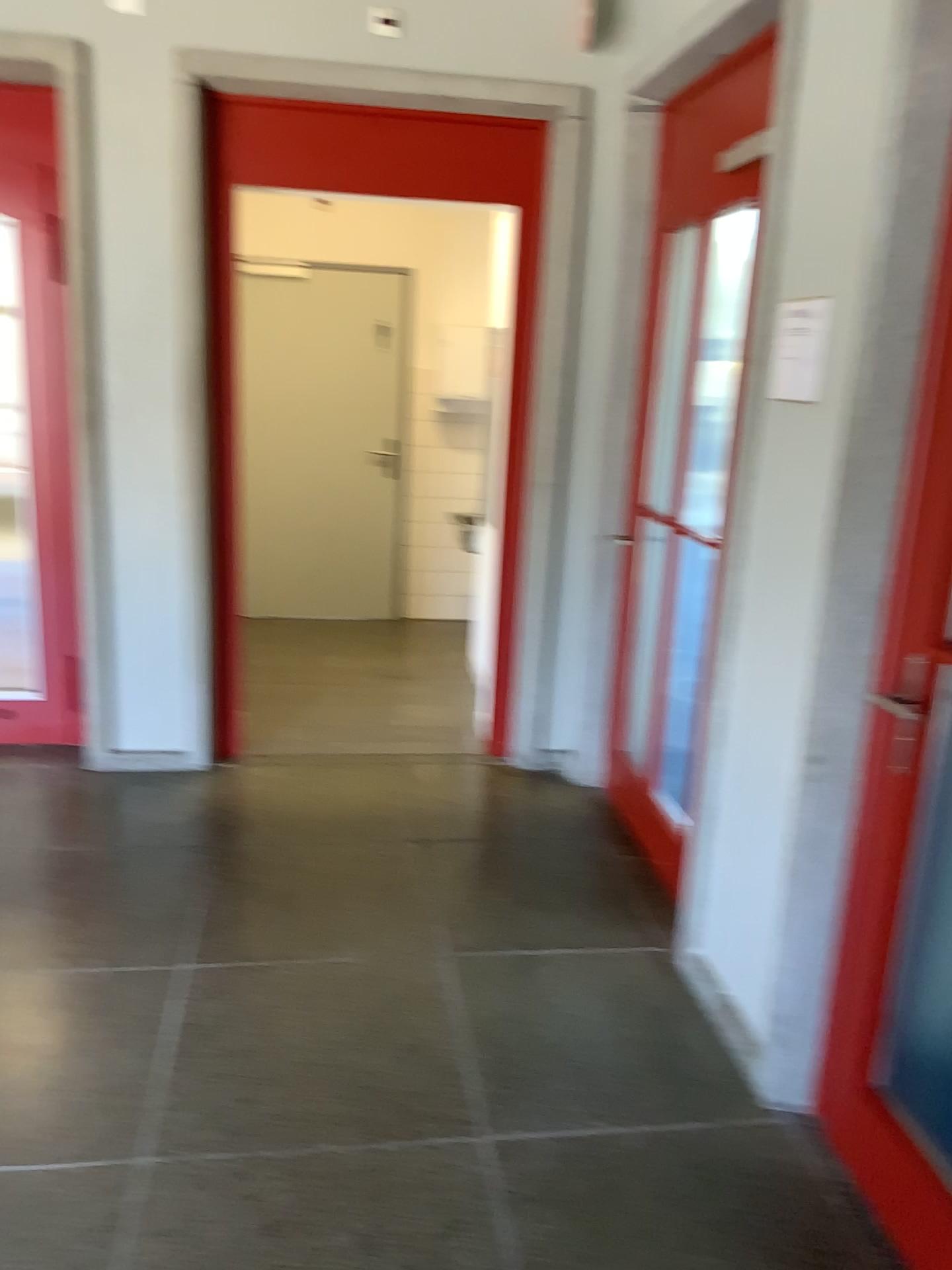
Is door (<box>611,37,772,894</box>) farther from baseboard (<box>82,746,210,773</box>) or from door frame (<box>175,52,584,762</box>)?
baseboard (<box>82,746,210,773</box>)

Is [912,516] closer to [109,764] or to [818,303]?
[818,303]

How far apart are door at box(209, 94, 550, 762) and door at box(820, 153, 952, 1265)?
2.2 meters

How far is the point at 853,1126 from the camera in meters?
→ 2.1 m

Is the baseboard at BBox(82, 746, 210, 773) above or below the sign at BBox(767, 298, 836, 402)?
below

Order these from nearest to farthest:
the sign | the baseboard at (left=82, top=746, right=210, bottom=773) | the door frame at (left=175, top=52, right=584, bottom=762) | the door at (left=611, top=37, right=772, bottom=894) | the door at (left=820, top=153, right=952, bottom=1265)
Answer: the door at (left=820, top=153, right=952, bottom=1265)
the sign
the door at (left=611, top=37, right=772, bottom=894)
the door frame at (left=175, top=52, right=584, bottom=762)
the baseboard at (left=82, top=746, right=210, bottom=773)

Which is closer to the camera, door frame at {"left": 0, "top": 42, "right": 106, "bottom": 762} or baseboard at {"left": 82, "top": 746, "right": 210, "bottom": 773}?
door frame at {"left": 0, "top": 42, "right": 106, "bottom": 762}

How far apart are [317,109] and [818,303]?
2.16m

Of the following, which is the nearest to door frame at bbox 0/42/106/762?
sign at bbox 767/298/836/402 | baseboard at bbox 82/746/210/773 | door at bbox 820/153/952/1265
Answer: baseboard at bbox 82/746/210/773

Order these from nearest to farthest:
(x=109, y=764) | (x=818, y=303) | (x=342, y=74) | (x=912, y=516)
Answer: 1. (x=912, y=516)
2. (x=818, y=303)
3. (x=342, y=74)
4. (x=109, y=764)
